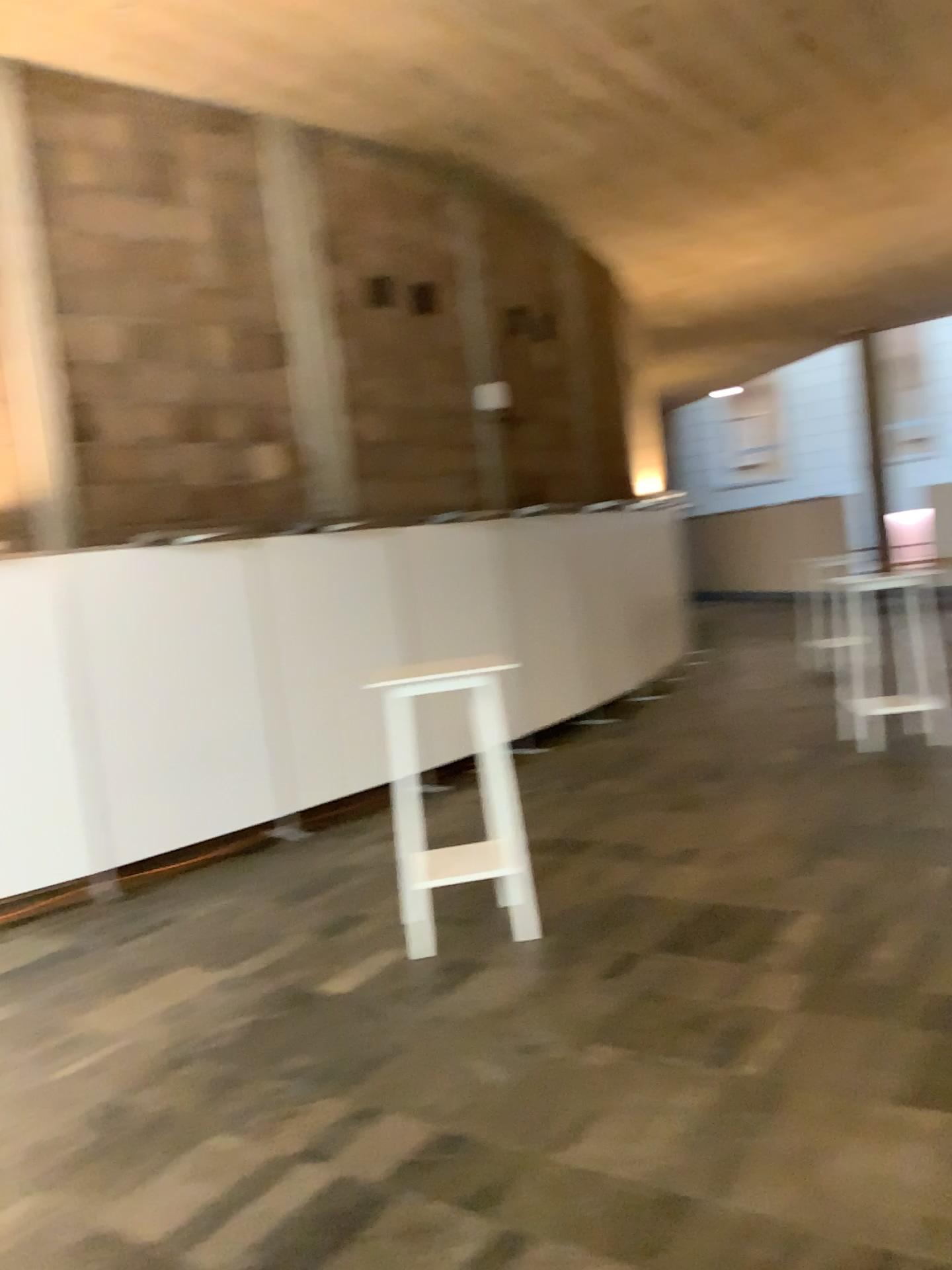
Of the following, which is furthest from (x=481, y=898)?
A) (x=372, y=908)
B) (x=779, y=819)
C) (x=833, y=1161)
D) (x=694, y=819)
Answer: (x=833, y=1161)
